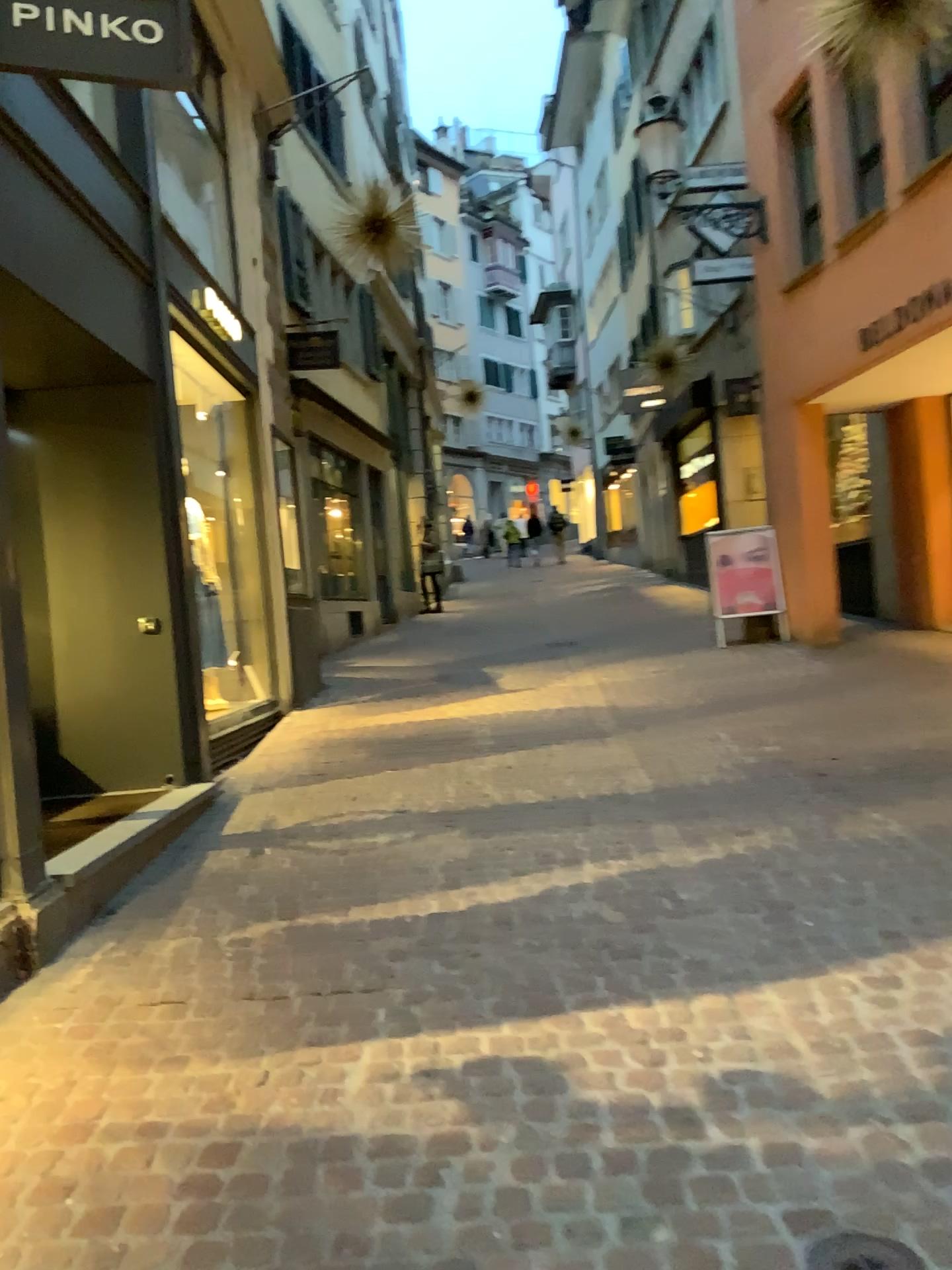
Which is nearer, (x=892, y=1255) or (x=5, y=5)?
(x=892, y=1255)

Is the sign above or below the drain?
above

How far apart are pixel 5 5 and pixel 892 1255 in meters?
4.4 m

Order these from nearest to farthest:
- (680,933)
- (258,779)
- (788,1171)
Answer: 1. (788,1171)
2. (680,933)
3. (258,779)

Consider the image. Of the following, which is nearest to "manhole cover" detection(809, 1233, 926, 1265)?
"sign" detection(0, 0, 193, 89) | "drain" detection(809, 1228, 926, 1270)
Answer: "drain" detection(809, 1228, 926, 1270)

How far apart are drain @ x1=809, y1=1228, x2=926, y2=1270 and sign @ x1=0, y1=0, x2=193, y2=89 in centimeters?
411cm

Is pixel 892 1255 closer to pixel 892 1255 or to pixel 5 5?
pixel 892 1255

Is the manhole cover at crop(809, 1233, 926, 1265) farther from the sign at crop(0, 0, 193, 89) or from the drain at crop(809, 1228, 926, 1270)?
the sign at crop(0, 0, 193, 89)

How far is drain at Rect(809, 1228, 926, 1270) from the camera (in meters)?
1.86

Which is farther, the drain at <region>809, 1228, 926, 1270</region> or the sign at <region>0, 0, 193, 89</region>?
the sign at <region>0, 0, 193, 89</region>
